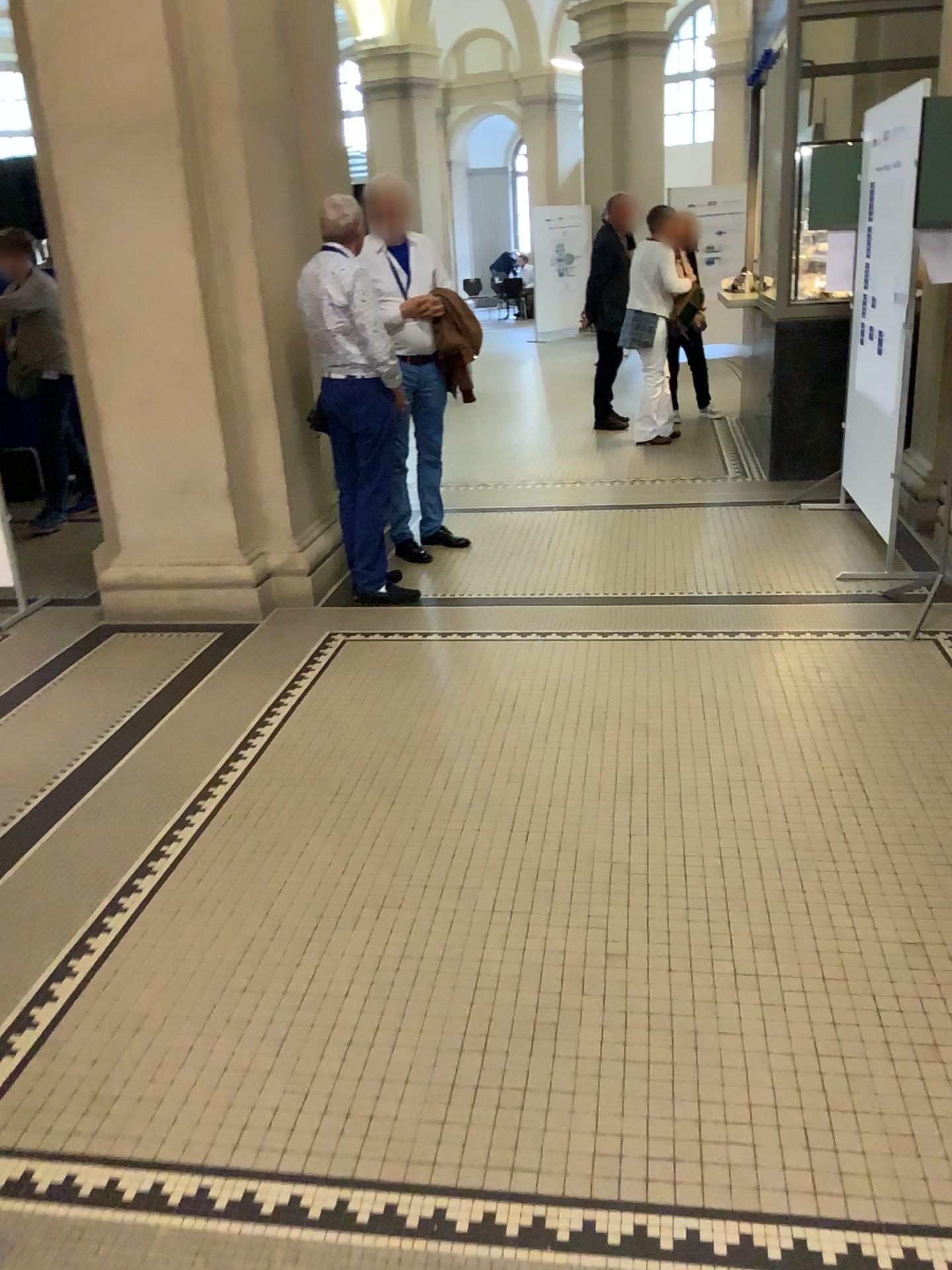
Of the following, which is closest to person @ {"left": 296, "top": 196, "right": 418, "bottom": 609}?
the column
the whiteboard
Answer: the column

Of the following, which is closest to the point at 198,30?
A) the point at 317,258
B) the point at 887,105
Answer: the point at 317,258

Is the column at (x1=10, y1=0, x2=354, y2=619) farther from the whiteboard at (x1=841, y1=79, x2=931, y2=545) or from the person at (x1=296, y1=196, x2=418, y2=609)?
the whiteboard at (x1=841, y1=79, x2=931, y2=545)

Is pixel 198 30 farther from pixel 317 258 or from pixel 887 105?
pixel 887 105

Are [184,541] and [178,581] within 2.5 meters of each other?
yes

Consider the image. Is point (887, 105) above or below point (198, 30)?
below
